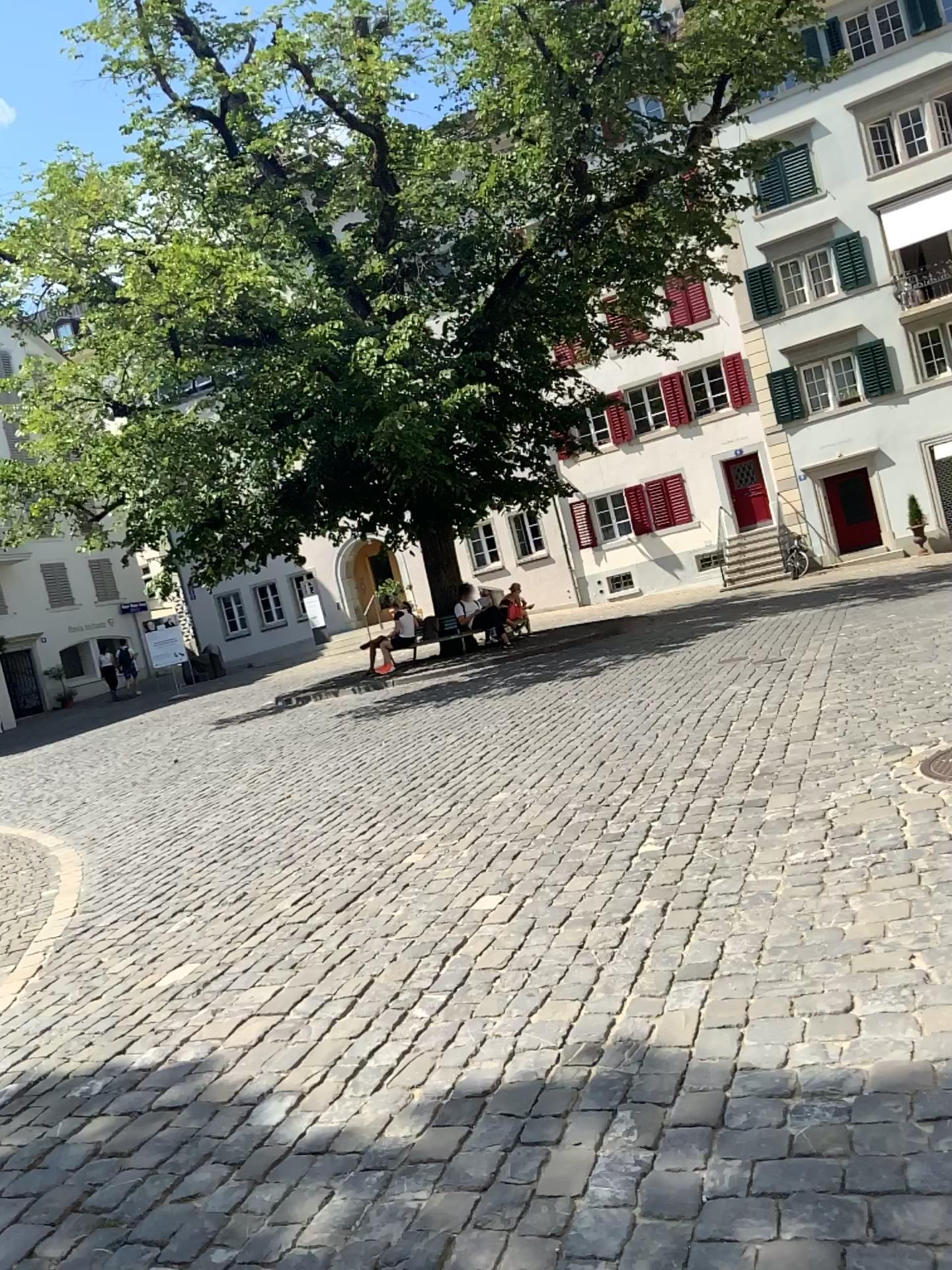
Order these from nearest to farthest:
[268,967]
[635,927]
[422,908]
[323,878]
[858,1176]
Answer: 1. [858,1176]
2. [635,927]
3. [268,967]
4. [422,908]
5. [323,878]
